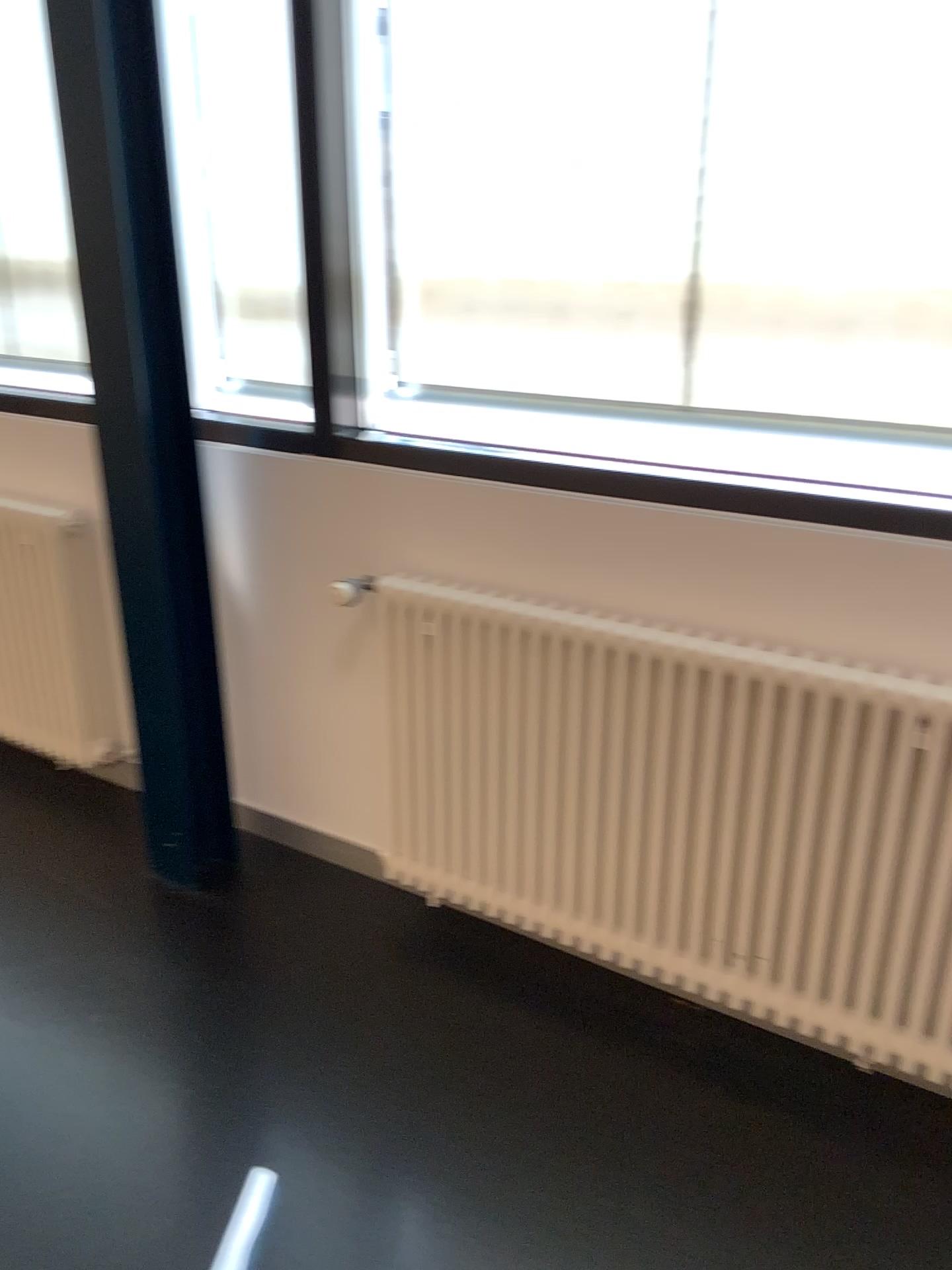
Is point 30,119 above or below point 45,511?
above

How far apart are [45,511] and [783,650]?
1.9 meters

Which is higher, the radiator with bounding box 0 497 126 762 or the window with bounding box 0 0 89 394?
the window with bounding box 0 0 89 394

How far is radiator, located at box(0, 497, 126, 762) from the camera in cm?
→ 272

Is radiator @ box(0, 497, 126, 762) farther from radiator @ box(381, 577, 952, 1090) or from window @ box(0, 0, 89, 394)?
radiator @ box(381, 577, 952, 1090)

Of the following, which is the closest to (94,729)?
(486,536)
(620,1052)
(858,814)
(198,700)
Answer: (198,700)

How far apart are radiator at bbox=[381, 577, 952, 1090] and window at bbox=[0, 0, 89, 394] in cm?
76

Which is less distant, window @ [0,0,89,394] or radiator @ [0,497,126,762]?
window @ [0,0,89,394]

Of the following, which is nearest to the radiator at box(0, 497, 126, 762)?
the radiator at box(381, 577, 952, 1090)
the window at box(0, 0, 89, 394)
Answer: the window at box(0, 0, 89, 394)

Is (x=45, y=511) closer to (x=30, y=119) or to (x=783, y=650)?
(x=30, y=119)
